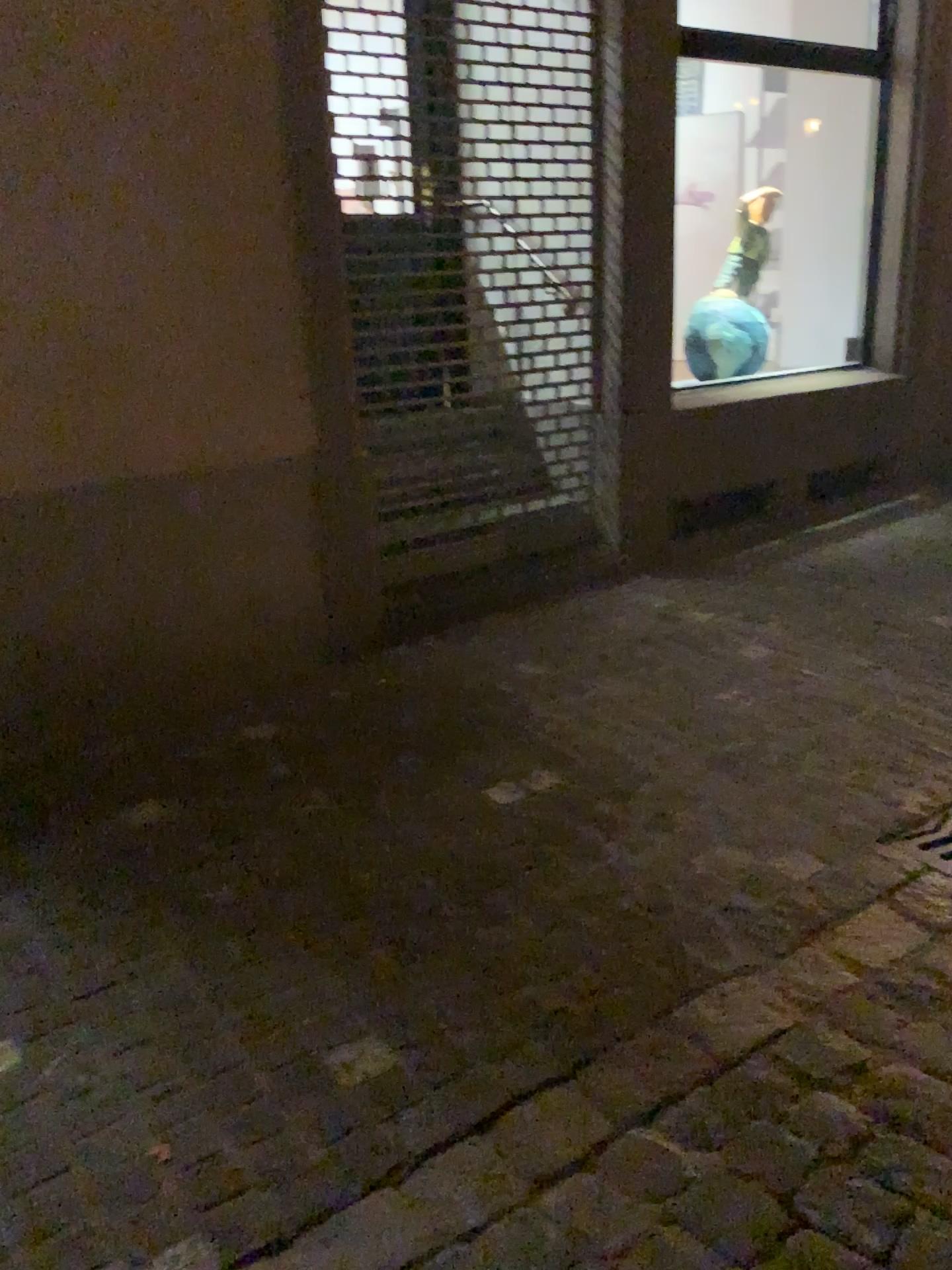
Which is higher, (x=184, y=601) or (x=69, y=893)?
(x=184, y=601)

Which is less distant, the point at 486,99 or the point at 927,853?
the point at 927,853

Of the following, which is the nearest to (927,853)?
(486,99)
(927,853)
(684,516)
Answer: (927,853)

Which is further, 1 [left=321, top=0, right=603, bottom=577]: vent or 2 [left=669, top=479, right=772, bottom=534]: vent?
2 [left=669, top=479, right=772, bottom=534]: vent

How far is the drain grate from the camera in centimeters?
244cm

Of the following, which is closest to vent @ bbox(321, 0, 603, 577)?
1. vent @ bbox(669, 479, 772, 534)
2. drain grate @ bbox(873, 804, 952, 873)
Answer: vent @ bbox(669, 479, 772, 534)

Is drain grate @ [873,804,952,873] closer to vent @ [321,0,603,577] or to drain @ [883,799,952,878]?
drain @ [883,799,952,878]

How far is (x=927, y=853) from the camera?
2.4m

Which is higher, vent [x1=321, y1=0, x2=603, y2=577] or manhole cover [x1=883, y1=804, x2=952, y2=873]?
vent [x1=321, y1=0, x2=603, y2=577]

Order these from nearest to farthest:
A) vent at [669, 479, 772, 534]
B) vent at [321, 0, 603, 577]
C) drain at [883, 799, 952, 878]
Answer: drain at [883, 799, 952, 878], vent at [321, 0, 603, 577], vent at [669, 479, 772, 534]
